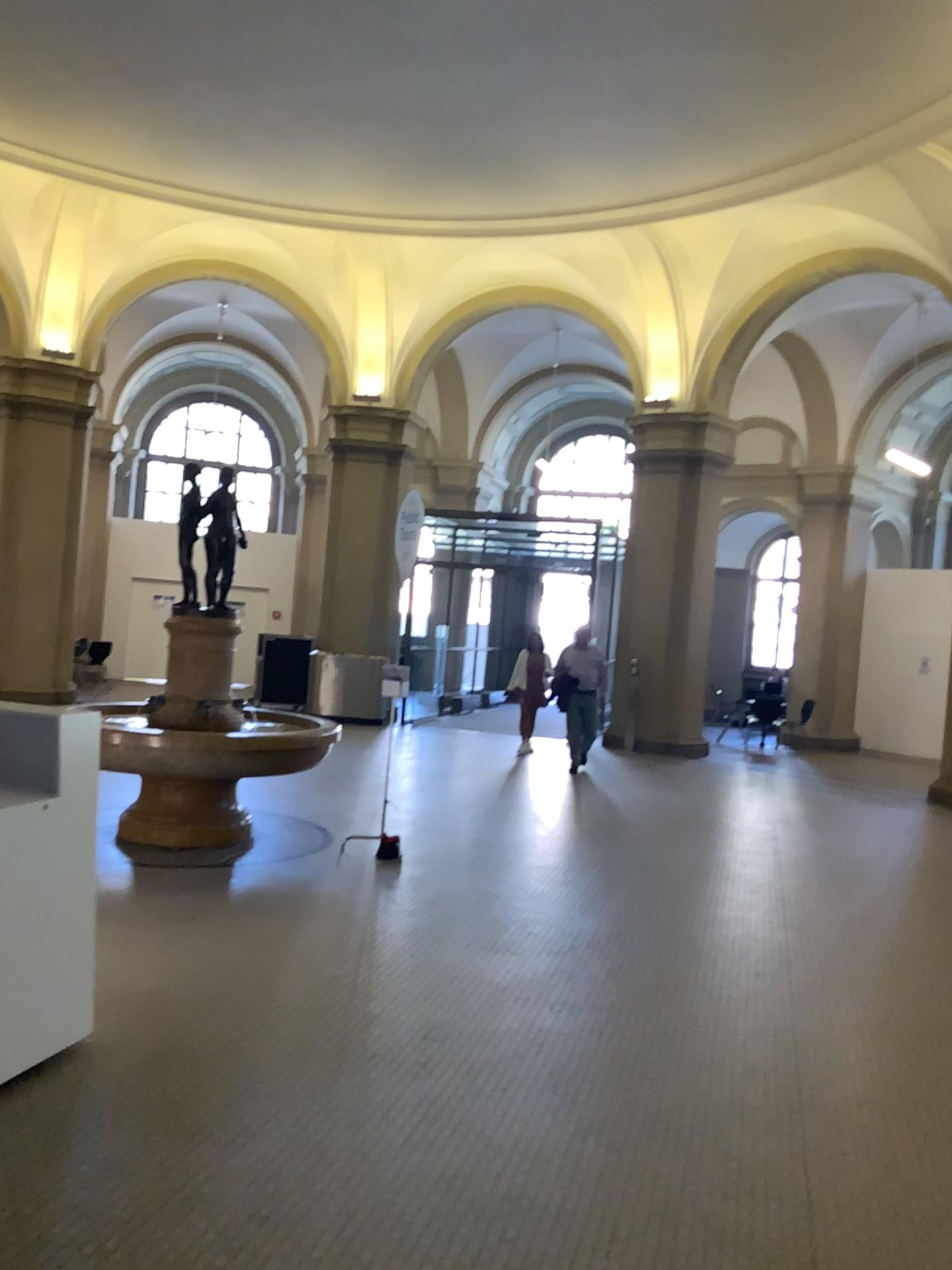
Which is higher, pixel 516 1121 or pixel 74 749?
pixel 74 749
